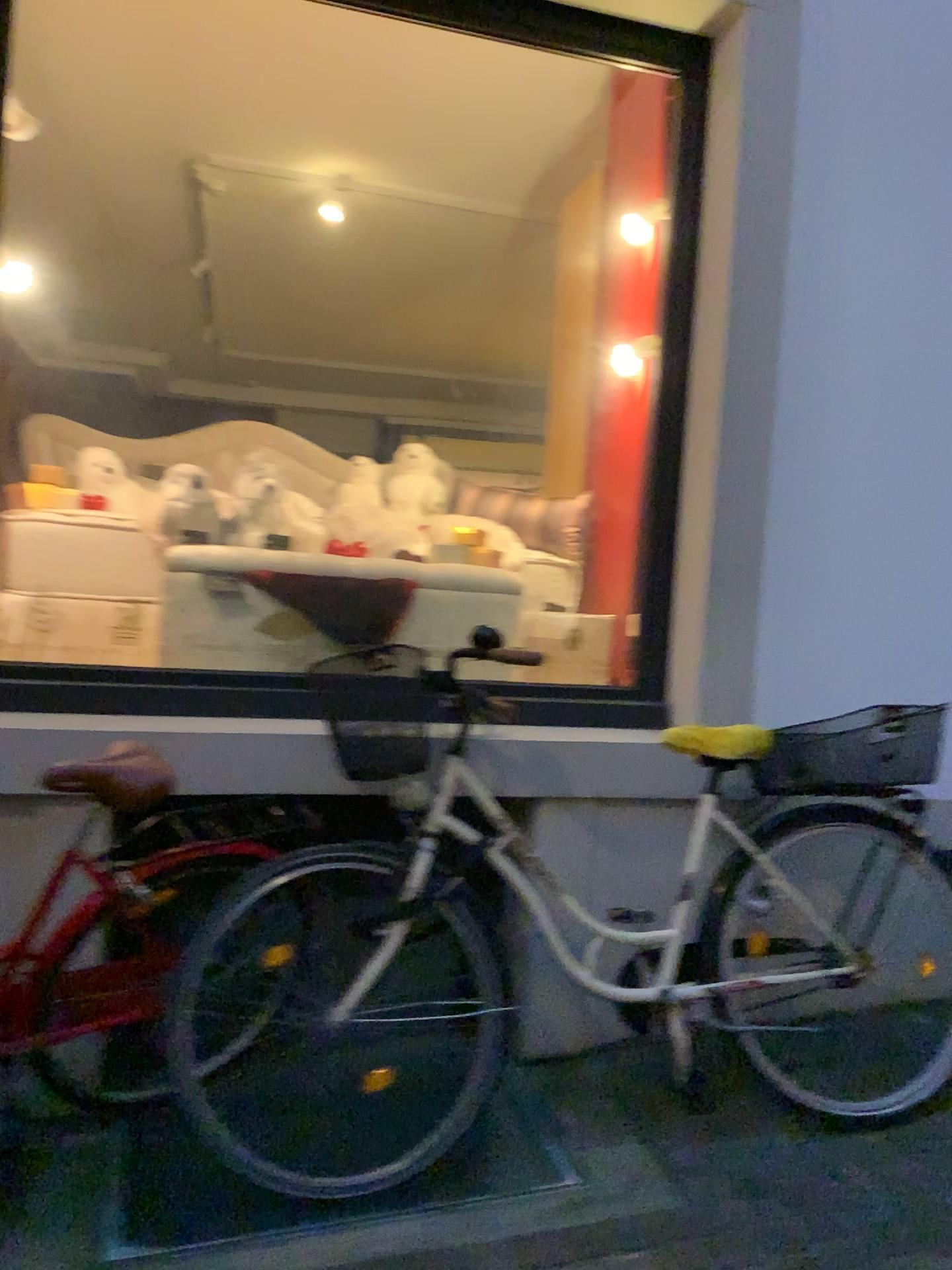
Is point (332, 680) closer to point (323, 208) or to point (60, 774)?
point (60, 774)

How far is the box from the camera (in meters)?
2.96

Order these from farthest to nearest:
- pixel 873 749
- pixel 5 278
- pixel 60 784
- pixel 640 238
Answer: pixel 640 238
pixel 873 749
pixel 5 278
pixel 60 784

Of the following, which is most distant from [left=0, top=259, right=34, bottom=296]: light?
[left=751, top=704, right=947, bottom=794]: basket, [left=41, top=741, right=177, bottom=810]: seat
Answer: [left=751, top=704, right=947, bottom=794]: basket

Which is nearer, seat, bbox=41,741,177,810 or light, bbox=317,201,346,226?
seat, bbox=41,741,177,810

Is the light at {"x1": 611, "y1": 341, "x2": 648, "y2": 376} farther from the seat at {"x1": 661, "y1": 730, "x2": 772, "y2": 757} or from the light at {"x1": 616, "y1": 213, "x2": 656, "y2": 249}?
the seat at {"x1": 661, "y1": 730, "x2": 772, "y2": 757}

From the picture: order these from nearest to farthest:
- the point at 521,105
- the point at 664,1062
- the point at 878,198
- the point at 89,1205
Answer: the point at 89,1205
the point at 664,1062
the point at 878,198
the point at 521,105

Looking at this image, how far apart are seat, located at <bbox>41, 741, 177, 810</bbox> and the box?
1.0m

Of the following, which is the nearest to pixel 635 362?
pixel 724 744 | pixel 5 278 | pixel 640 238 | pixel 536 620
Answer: pixel 640 238

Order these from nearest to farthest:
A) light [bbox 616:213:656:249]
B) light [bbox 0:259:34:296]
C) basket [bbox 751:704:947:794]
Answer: light [bbox 0:259:34:296], basket [bbox 751:704:947:794], light [bbox 616:213:656:249]
